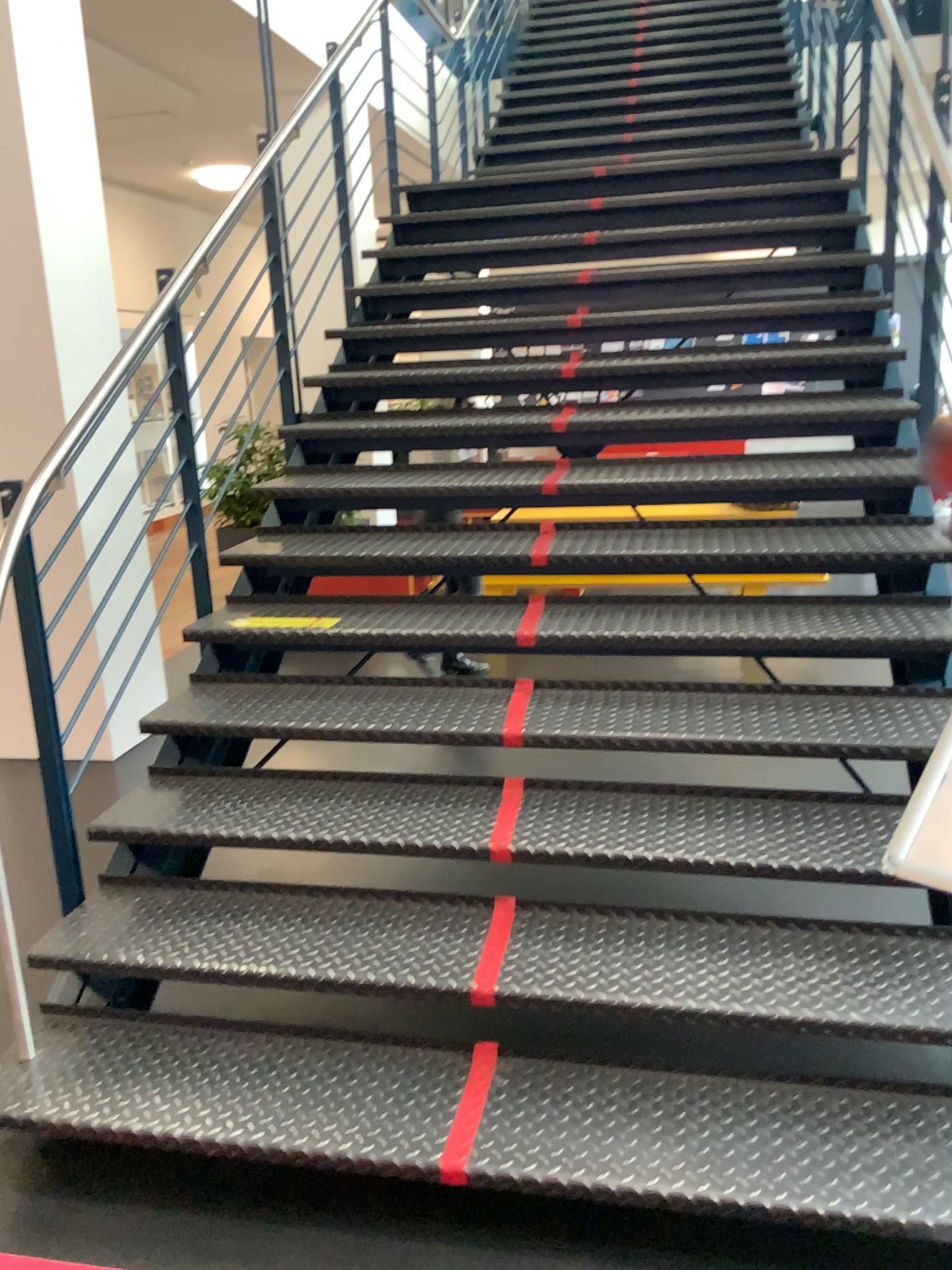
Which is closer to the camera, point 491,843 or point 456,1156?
point 456,1156

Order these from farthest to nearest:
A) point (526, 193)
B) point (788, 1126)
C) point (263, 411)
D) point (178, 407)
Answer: point (526, 193) → point (263, 411) → point (178, 407) → point (788, 1126)

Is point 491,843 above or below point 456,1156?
above

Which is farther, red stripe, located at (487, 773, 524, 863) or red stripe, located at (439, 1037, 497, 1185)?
red stripe, located at (487, 773, 524, 863)

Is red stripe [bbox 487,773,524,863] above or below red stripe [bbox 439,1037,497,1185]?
above
